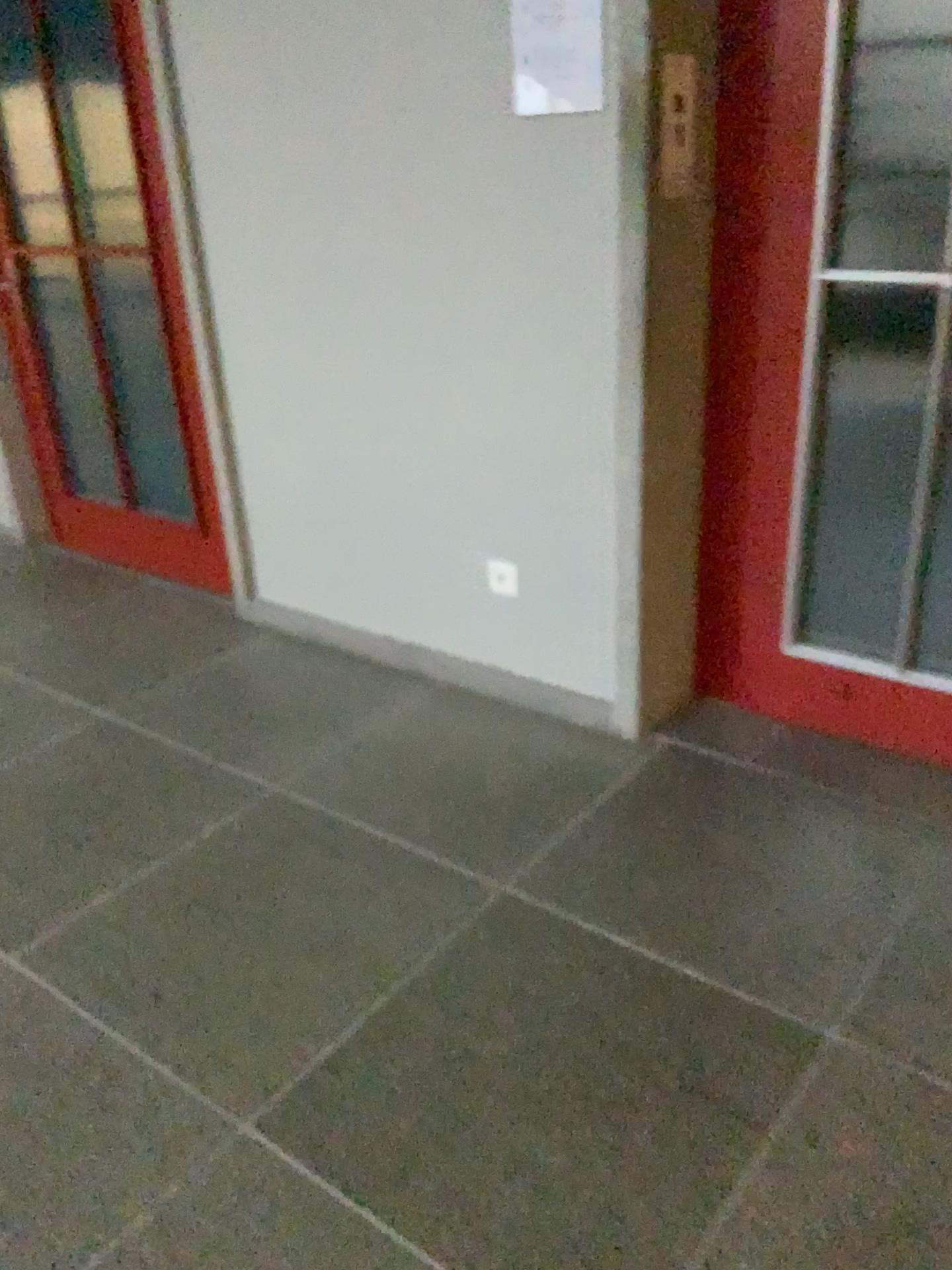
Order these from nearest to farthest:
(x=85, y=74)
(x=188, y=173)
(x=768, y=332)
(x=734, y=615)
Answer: (x=768, y=332)
(x=734, y=615)
(x=188, y=173)
(x=85, y=74)

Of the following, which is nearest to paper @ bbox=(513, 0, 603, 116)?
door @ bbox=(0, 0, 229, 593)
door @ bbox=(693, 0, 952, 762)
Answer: door @ bbox=(693, 0, 952, 762)

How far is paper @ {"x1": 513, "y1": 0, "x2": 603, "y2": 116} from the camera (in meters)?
2.12

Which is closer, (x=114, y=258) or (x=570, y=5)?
(x=570, y=5)

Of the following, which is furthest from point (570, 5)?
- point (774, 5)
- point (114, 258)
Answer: point (114, 258)

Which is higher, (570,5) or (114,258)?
(570,5)

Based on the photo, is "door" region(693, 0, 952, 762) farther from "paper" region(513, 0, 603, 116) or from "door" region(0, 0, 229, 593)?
"door" region(0, 0, 229, 593)

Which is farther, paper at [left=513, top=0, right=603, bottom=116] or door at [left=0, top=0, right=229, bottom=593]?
door at [left=0, top=0, right=229, bottom=593]
